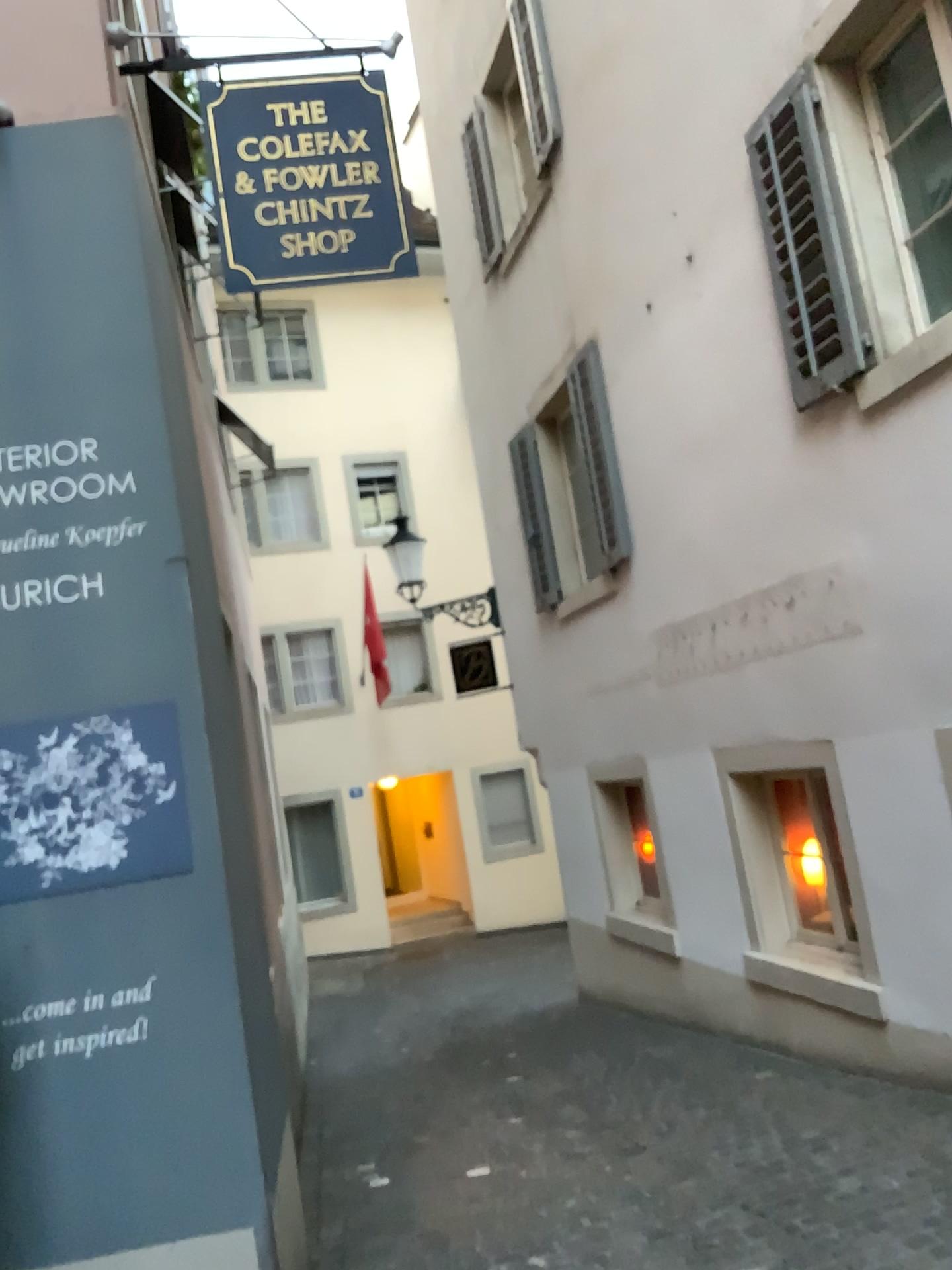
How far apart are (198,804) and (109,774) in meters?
0.3 m
